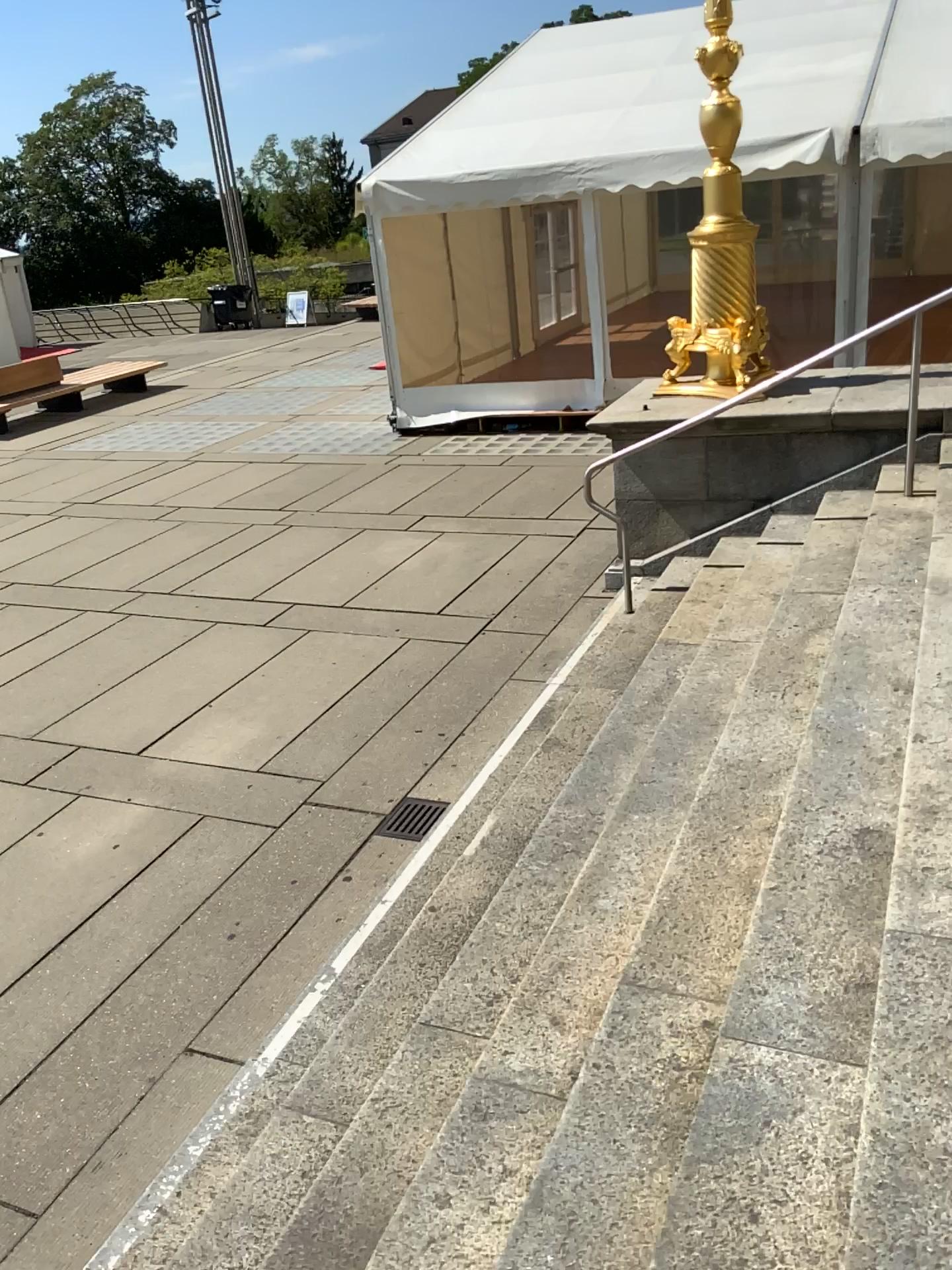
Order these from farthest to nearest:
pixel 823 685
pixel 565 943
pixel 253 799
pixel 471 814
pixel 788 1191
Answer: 1. pixel 253 799
2. pixel 471 814
3. pixel 823 685
4. pixel 565 943
5. pixel 788 1191
